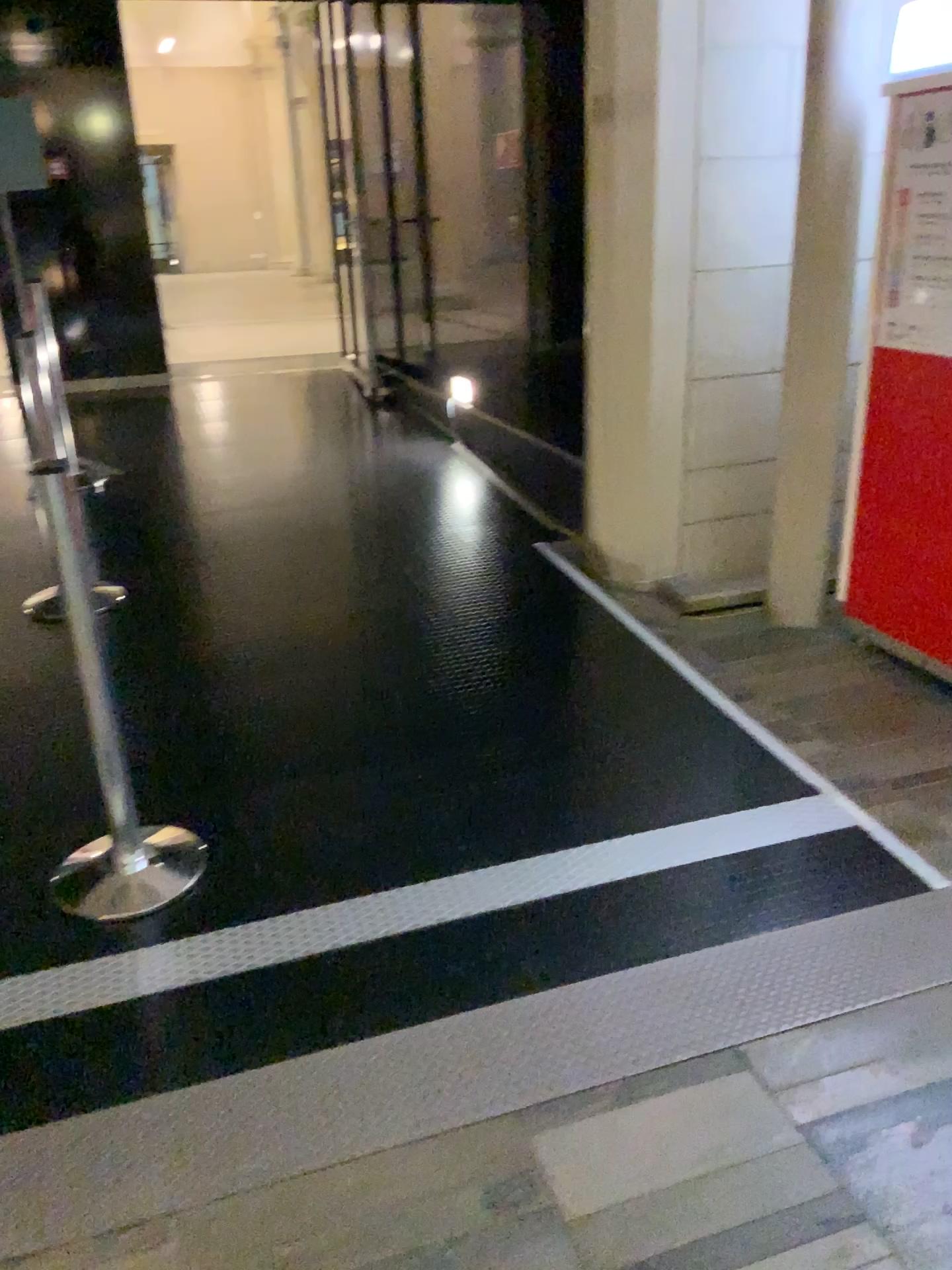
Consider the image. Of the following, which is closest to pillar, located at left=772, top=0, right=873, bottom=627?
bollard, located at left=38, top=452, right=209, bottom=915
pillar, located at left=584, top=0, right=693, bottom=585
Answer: pillar, located at left=584, top=0, right=693, bottom=585

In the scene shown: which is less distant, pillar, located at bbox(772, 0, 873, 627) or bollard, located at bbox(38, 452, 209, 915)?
bollard, located at bbox(38, 452, 209, 915)

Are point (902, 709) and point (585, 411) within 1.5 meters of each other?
no

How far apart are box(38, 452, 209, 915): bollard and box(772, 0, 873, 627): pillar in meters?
A: 2.4 m

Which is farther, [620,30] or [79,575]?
[620,30]

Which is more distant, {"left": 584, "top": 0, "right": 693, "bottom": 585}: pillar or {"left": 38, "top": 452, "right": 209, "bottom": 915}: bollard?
{"left": 584, "top": 0, "right": 693, "bottom": 585}: pillar

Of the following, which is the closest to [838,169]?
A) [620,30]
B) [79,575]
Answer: [620,30]

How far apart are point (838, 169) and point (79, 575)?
3.0m

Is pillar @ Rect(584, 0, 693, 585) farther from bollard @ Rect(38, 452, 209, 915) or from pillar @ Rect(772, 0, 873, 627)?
bollard @ Rect(38, 452, 209, 915)

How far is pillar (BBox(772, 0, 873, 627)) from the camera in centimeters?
376cm
